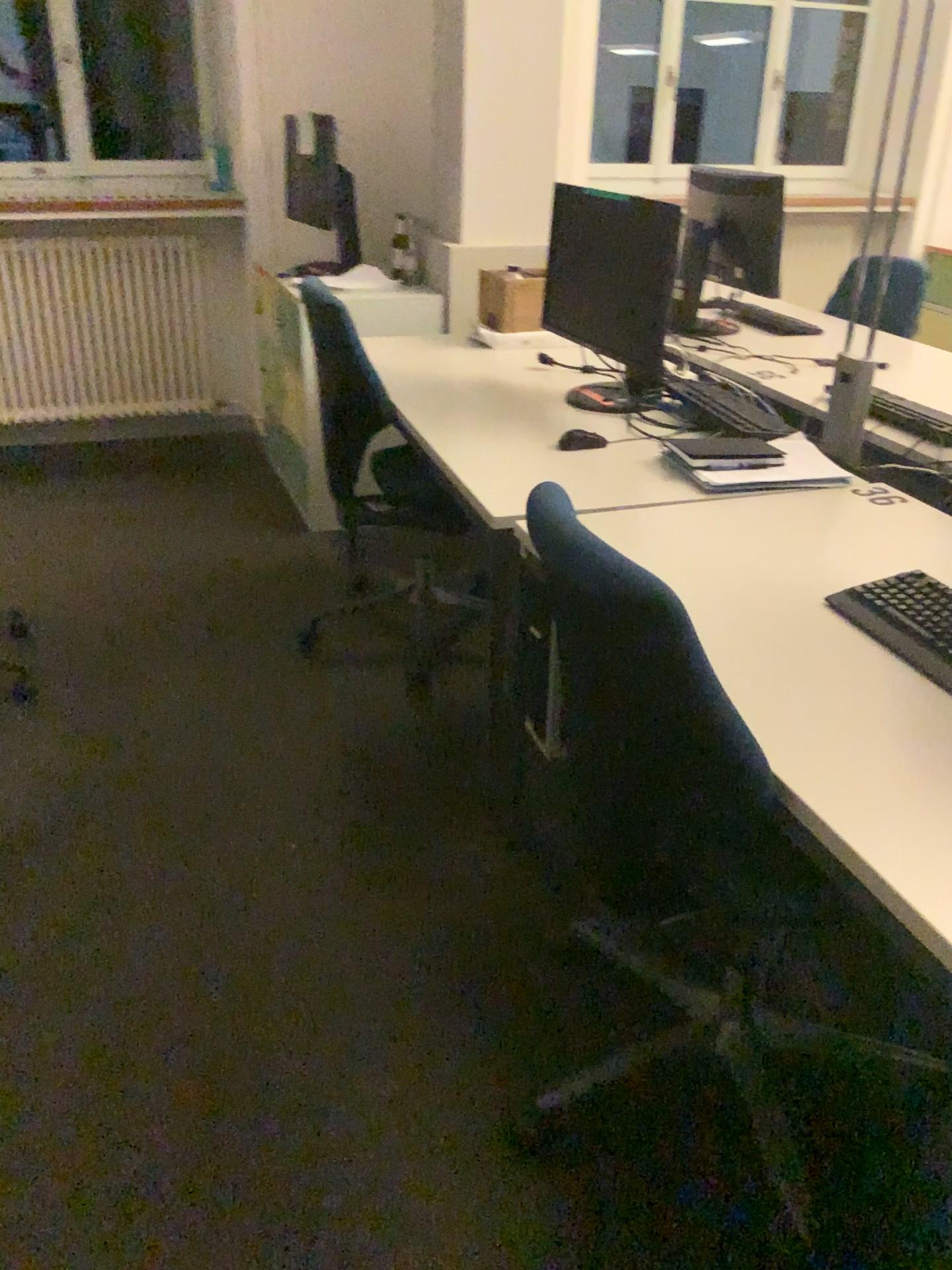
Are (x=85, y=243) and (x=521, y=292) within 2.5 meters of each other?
yes

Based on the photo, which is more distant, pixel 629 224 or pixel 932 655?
pixel 629 224

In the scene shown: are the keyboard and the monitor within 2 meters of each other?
yes

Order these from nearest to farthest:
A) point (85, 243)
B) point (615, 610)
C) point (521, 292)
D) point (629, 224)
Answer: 1. point (615, 610)
2. point (629, 224)
3. point (521, 292)
4. point (85, 243)

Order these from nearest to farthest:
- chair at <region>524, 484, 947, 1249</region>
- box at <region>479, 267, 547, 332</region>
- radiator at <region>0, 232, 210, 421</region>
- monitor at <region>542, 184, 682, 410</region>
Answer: chair at <region>524, 484, 947, 1249</region>, monitor at <region>542, 184, 682, 410</region>, box at <region>479, 267, 547, 332</region>, radiator at <region>0, 232, 210, 421</region>

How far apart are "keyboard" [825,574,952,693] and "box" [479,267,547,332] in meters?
2.0

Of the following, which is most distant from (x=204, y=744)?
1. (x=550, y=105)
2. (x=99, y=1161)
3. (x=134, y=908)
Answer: (x=550, y=105)

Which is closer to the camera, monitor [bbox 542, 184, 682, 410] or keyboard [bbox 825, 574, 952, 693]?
keyboard [bbox 825, 574, 952, 693]

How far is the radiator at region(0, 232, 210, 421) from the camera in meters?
4.3

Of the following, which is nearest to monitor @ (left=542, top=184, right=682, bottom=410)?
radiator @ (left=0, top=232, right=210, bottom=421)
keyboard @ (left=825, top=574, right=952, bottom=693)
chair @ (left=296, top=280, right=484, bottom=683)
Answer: chair @ (left=296, top=280, right=484, bottom=683)
